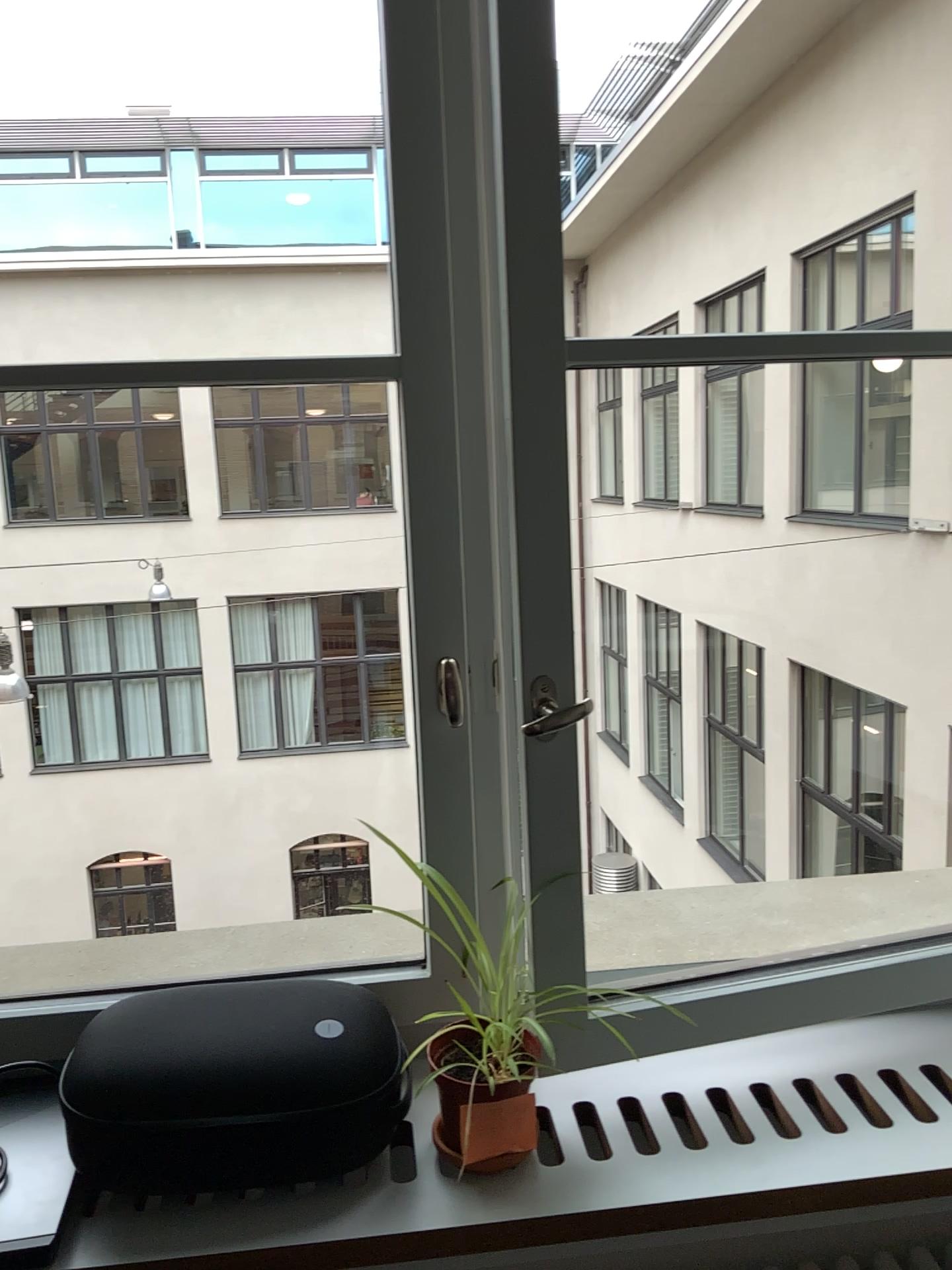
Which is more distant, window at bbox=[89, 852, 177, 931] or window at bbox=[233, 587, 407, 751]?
window at bbox=[233, 587, 407, 751]

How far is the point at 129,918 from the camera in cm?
213

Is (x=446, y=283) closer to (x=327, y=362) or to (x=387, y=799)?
(x=327, y=362)

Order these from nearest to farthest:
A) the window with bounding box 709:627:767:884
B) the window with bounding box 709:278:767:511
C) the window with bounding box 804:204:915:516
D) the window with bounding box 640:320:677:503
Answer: the window with bounding box 804:204:915:516 < the window with bounding box 709:627:767:884 < the window with bounding box 709:278:767:511 < the window with bounding box 640:320:677:503

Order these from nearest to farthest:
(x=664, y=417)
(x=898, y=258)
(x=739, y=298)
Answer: (x=898, y=258) → (x=739, y=298) → (x=664, y=417)

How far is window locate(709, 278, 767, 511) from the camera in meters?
3.1

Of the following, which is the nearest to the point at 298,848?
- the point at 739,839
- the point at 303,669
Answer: the point at 303,669

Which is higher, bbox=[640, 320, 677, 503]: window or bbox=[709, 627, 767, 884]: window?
bbox=[640, 320, 677, 503]: window

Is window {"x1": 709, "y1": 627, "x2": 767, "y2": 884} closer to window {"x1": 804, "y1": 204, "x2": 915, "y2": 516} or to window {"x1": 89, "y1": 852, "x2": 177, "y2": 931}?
window {"x1": 804, "y1": 204, "x2": 915, "y2": 516}

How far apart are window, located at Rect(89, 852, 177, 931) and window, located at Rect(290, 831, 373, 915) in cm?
35
